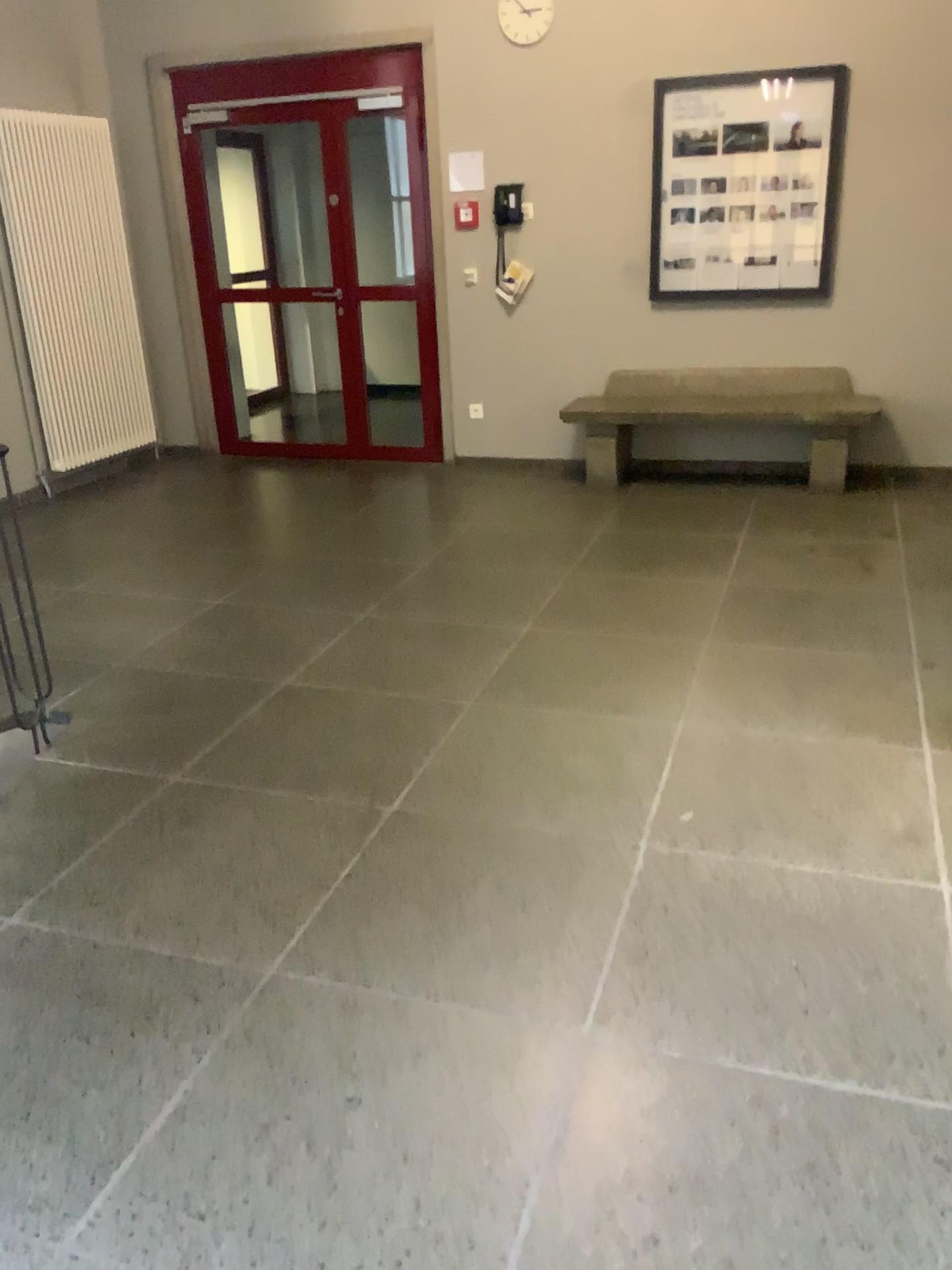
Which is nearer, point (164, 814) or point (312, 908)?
point (312, 908)
